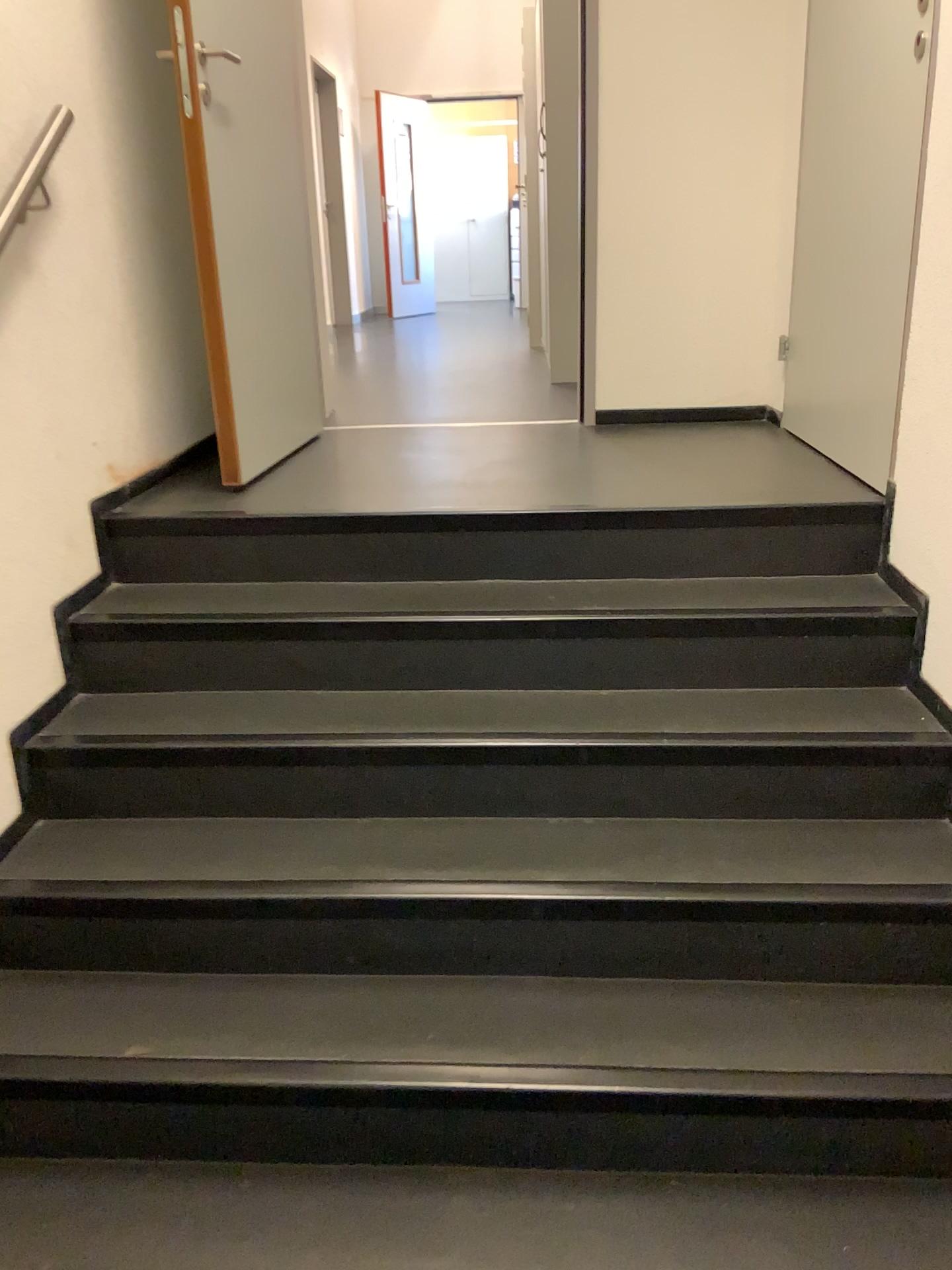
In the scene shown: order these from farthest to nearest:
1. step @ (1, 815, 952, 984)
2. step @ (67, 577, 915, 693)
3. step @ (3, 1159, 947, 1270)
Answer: step @ (67, 577, 915, 693)
step @ (1, 815, 952, 984)
step @ (3, 1159, 947, 1270)

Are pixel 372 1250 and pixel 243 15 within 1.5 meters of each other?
no

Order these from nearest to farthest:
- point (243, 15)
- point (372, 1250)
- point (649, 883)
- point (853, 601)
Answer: point (372, 1250) < point (649, 883) < point (853, 601) < point (243, 15)

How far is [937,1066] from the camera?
1.7 meters

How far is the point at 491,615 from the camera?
2.3m

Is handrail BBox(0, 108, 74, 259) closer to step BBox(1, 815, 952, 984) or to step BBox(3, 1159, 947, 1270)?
step BBox(1, 815, 952, 984)

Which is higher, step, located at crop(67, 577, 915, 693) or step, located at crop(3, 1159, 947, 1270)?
step, located at crop(67, 577, 915, 693)

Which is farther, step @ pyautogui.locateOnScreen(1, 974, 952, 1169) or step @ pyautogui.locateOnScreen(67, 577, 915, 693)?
step @ pyautogui.locateOnScreen(67, 577, 915, 693)

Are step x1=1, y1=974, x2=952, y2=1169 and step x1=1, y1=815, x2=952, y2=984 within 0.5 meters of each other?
yes

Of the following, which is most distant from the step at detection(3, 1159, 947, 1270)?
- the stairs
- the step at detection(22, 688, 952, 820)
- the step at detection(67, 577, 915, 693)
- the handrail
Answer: the handrail
